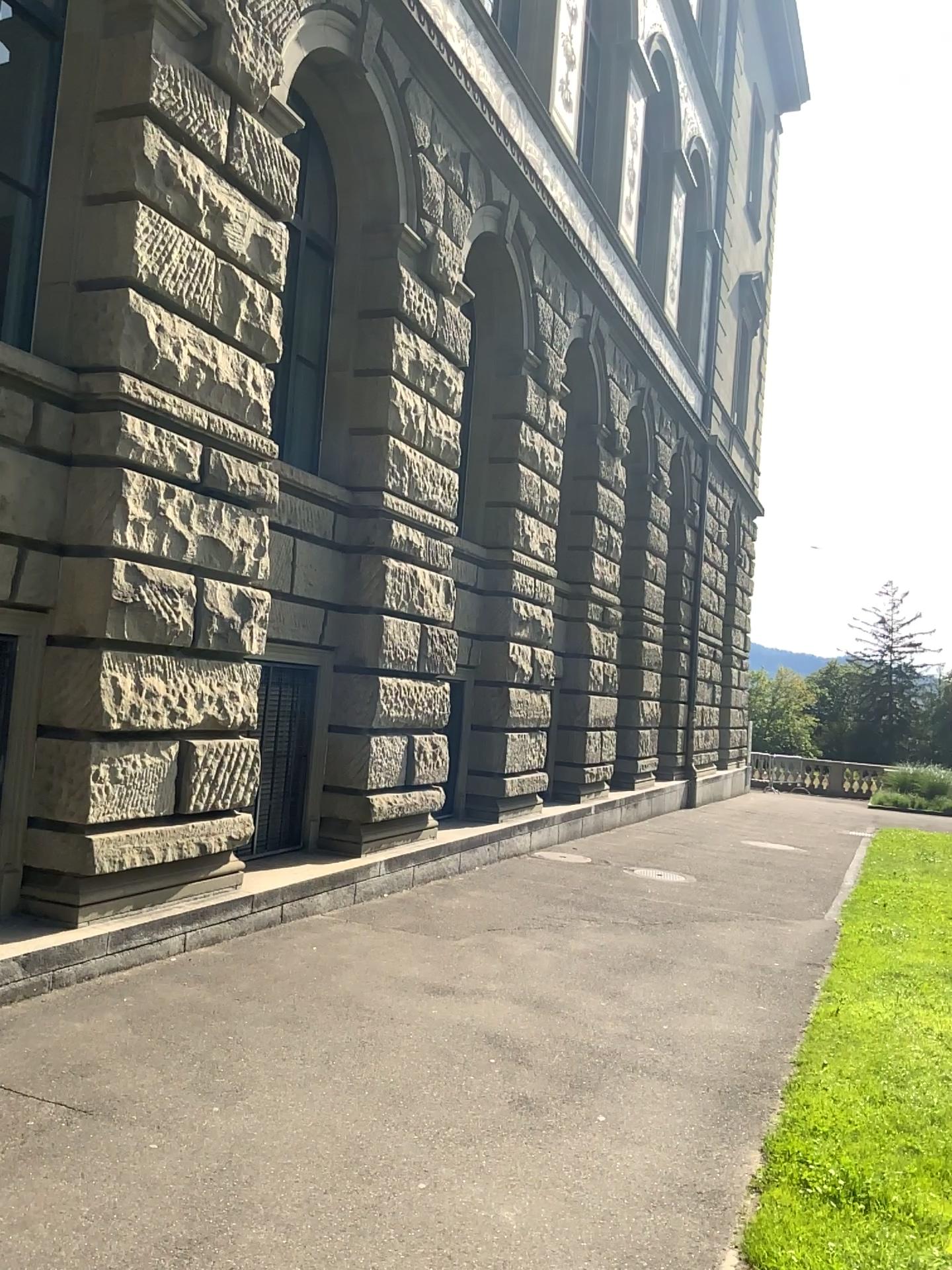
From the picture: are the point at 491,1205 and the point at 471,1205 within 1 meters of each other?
yes
